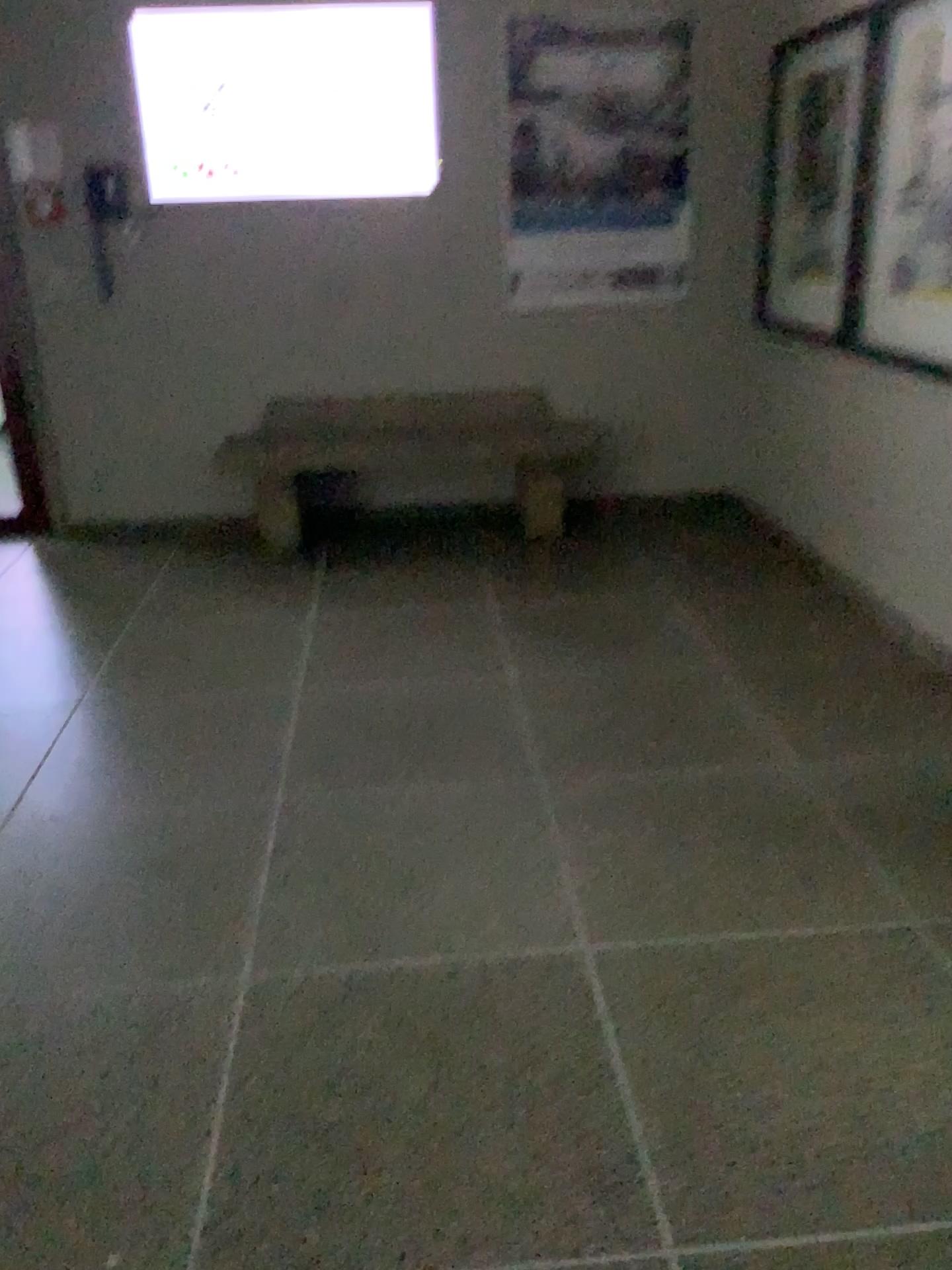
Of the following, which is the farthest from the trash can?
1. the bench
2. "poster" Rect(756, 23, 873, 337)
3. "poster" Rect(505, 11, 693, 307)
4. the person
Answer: "poster" Rect(756, 23, 873, 337)

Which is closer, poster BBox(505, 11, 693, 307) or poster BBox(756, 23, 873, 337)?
poster BBox(756, 23, 873, 337)

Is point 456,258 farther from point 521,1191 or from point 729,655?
point 521,1191

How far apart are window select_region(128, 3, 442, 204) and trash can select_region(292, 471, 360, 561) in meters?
1.2

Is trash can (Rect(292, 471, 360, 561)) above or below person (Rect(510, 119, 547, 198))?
below

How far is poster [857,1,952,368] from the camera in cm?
328

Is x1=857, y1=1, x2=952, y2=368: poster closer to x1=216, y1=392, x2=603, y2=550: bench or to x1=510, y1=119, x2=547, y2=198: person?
x1=216, y1=392, x2=603, y2=550: bench

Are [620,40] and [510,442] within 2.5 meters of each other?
yes

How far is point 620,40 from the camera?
4.52m

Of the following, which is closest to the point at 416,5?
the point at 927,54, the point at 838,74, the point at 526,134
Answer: the point at 526,134
